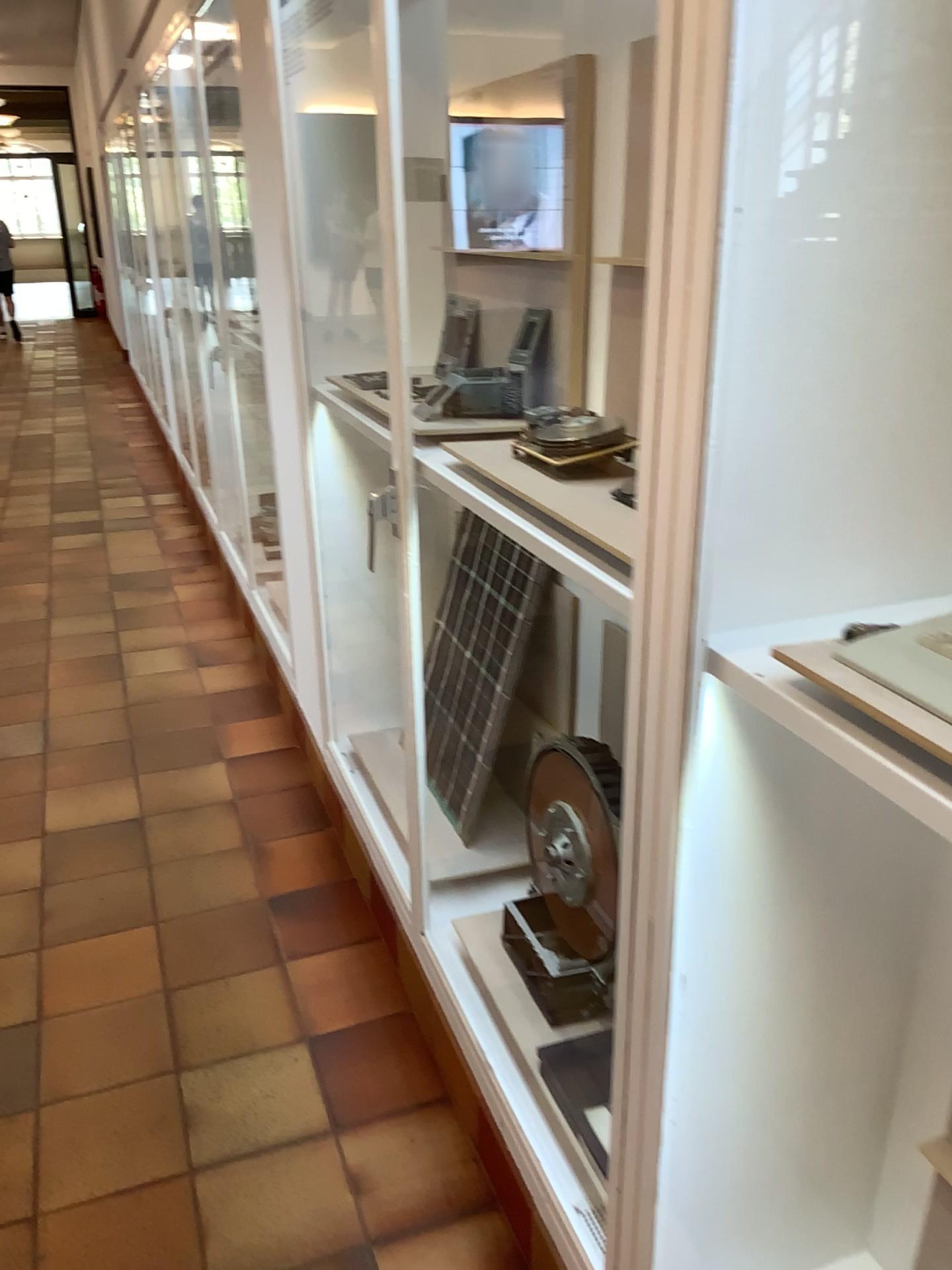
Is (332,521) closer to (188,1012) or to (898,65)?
(188,1012)

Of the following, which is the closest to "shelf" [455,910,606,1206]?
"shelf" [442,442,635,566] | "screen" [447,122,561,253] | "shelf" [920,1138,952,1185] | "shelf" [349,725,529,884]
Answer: "shelf" [349,725,529,884]

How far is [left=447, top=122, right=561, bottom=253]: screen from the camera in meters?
1.9 m

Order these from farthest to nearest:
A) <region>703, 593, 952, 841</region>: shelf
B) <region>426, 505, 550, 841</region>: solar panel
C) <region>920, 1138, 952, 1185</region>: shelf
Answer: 1. <region>426, 505, 550, 841</region>: solar panel
2. <region>920, 1138, 952, 1185</region>: shelf
3. <region>703, 593, 952, 841</region>: shelf

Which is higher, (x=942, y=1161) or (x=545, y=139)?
(x=545, y=139)

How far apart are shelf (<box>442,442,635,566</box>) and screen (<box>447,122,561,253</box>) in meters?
0.5 m

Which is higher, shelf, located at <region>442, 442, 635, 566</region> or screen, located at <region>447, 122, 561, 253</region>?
screen, located at <region>447, 122, 561, 253</region>

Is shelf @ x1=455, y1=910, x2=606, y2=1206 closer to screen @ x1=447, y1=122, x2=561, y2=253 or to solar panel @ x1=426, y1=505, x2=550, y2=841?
solar panel @ x1=426, y1=505, x2=550, y2=841

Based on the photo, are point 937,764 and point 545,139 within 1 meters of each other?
no

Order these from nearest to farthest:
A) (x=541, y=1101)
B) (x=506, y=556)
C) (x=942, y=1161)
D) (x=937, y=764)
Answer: (x=937, y=764) < (x=942, y=1161) < (x=541, y=1101) < (x=506, y=556)
